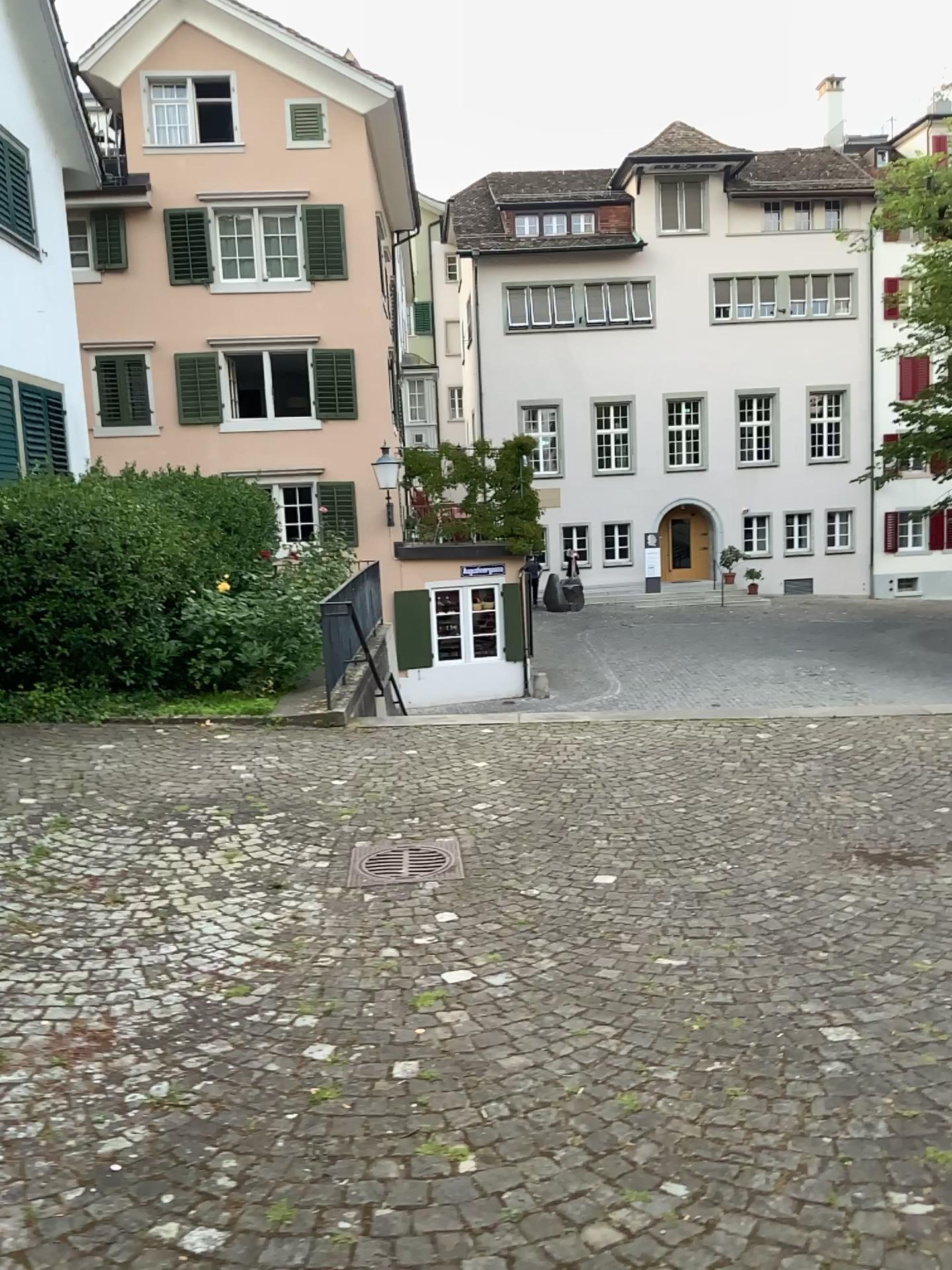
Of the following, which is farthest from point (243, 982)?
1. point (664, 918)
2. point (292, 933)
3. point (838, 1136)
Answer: point (838, 1136)
